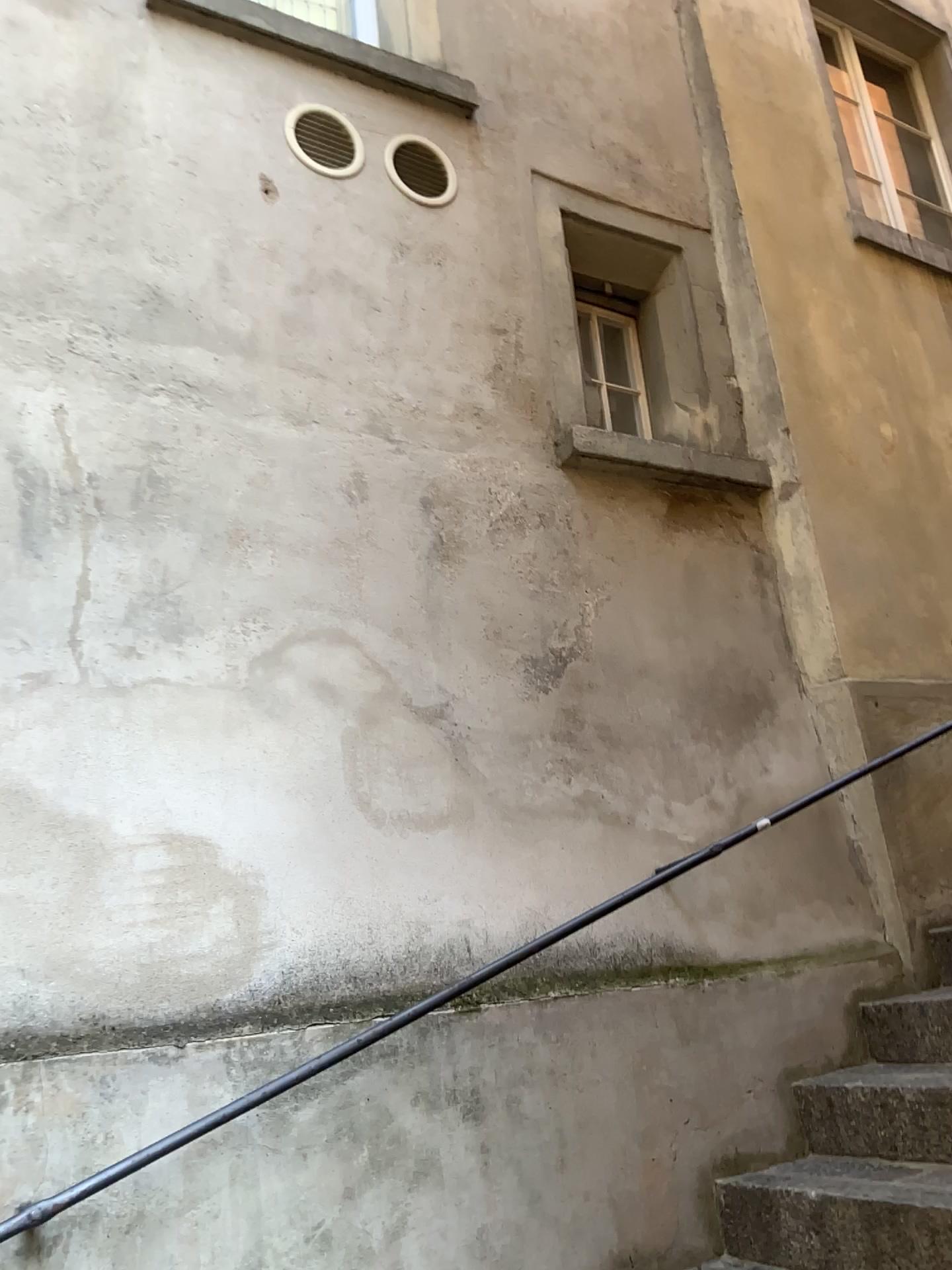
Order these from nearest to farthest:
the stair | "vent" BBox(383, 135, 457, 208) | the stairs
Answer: the stairs < the stair < "vent" BBox(383, 135, 457, 208)

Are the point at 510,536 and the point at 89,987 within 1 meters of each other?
no

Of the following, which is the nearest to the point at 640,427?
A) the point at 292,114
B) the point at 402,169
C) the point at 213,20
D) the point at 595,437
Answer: the point at 595,437

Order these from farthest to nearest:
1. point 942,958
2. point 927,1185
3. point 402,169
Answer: point 402,169 → point 942,958 → point 927,1185

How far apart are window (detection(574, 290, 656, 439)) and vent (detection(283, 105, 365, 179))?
0.9m

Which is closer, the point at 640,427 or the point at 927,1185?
the point at 927,1185

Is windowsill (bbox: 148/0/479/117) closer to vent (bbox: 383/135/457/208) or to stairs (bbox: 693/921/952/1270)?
vent (bbox: 383/135/457/208)

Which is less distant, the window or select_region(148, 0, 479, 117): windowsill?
select_region(148, 0, 479, 117): windowsill

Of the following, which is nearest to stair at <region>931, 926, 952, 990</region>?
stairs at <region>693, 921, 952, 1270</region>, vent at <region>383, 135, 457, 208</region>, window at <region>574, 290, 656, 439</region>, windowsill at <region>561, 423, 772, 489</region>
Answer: stairs at <region>693, 921, 952, 1270</region>

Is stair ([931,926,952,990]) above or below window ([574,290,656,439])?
below
